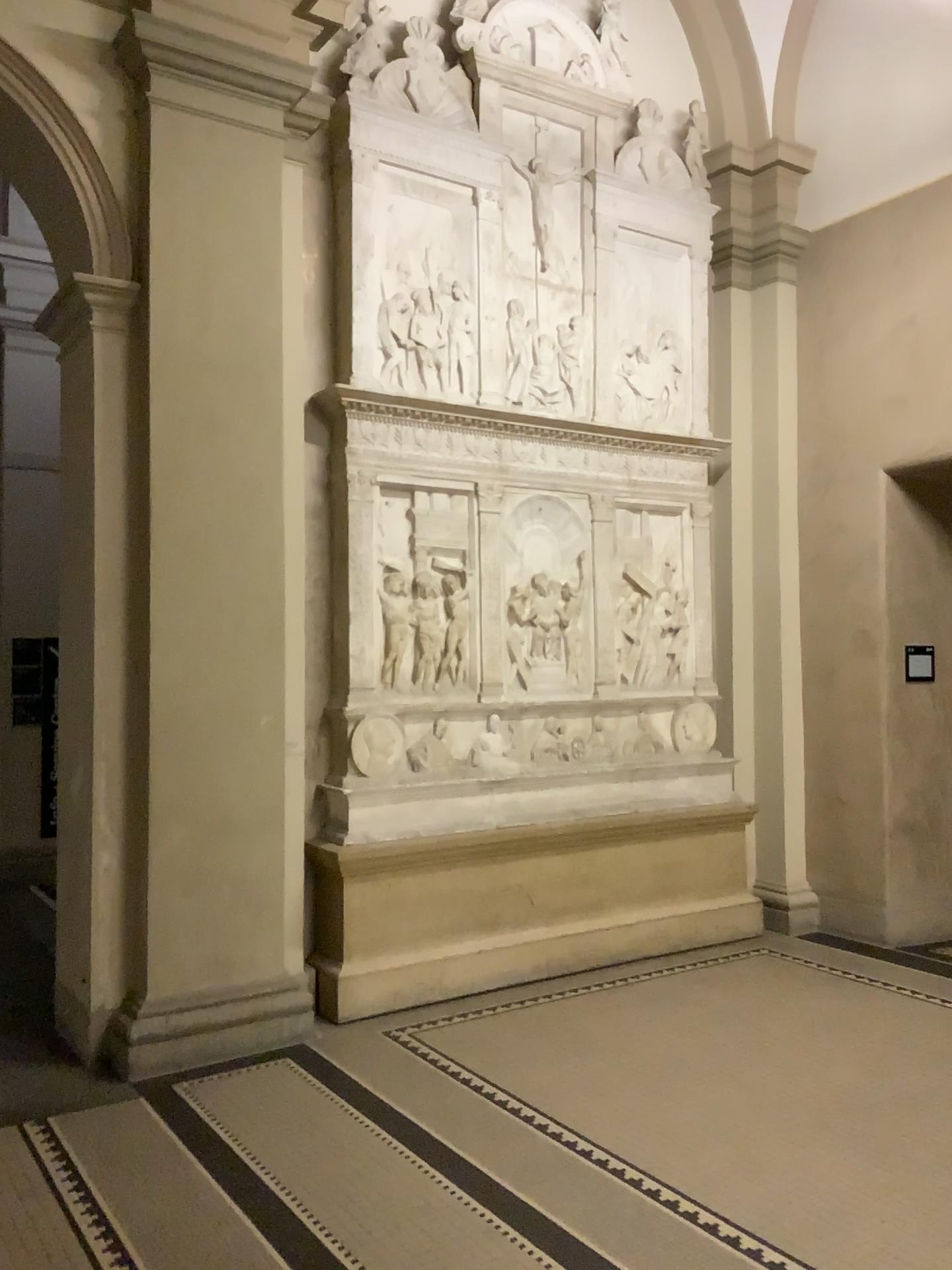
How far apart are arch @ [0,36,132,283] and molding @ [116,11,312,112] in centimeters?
33cm

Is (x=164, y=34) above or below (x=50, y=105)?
above

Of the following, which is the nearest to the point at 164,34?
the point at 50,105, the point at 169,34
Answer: the point at 169,34

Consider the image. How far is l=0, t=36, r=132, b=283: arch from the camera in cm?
429

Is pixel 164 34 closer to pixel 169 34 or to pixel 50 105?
pixel 169 34

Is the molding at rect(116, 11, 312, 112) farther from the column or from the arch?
the arch

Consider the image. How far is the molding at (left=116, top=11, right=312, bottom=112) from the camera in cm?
433

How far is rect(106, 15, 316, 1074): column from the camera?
4.3 meters

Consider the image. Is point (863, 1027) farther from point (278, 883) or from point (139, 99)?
point (139, 99)

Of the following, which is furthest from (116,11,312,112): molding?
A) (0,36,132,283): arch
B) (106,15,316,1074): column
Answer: (0,36,132,283): arch
